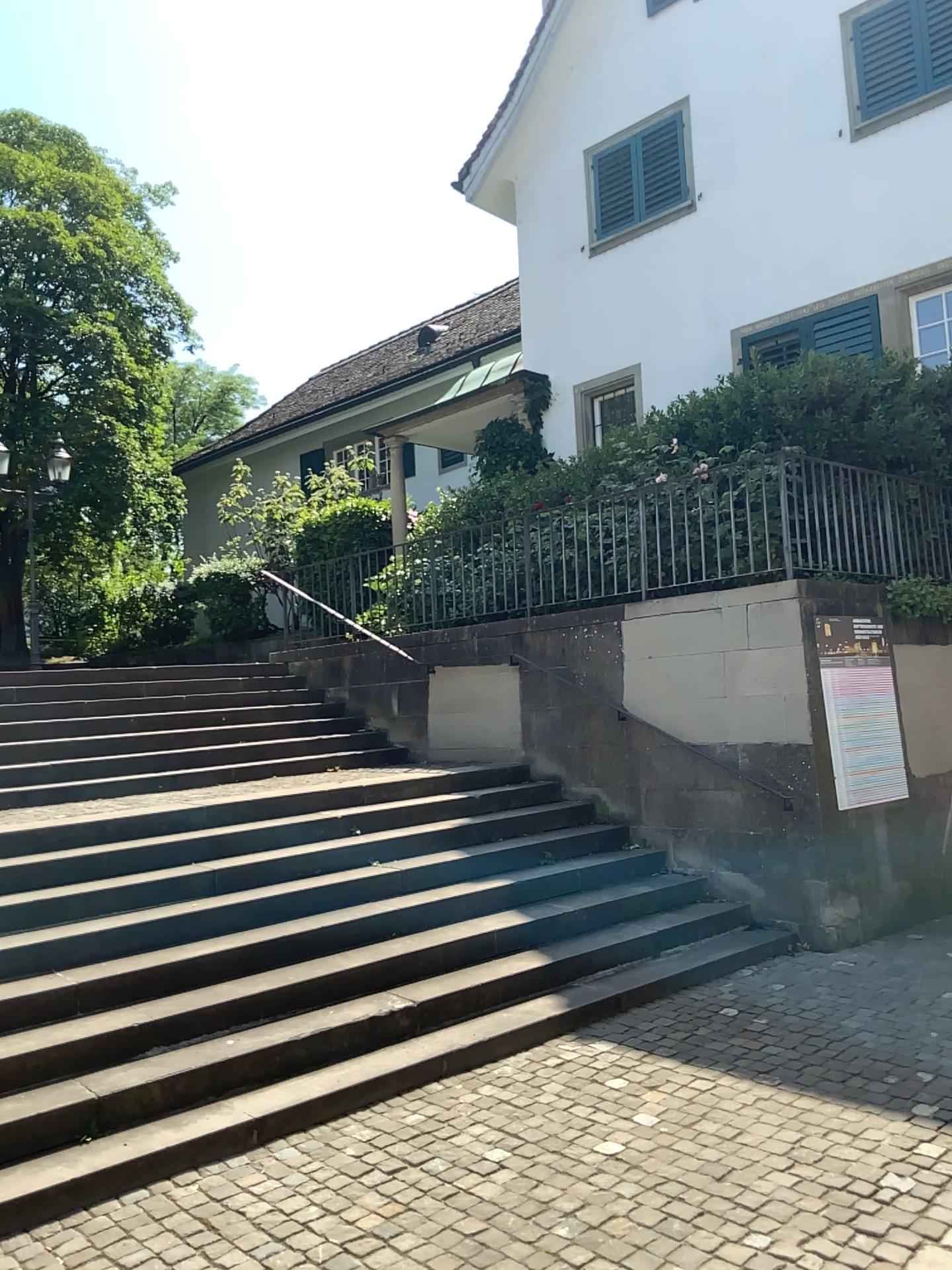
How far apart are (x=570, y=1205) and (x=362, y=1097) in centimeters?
140cm
